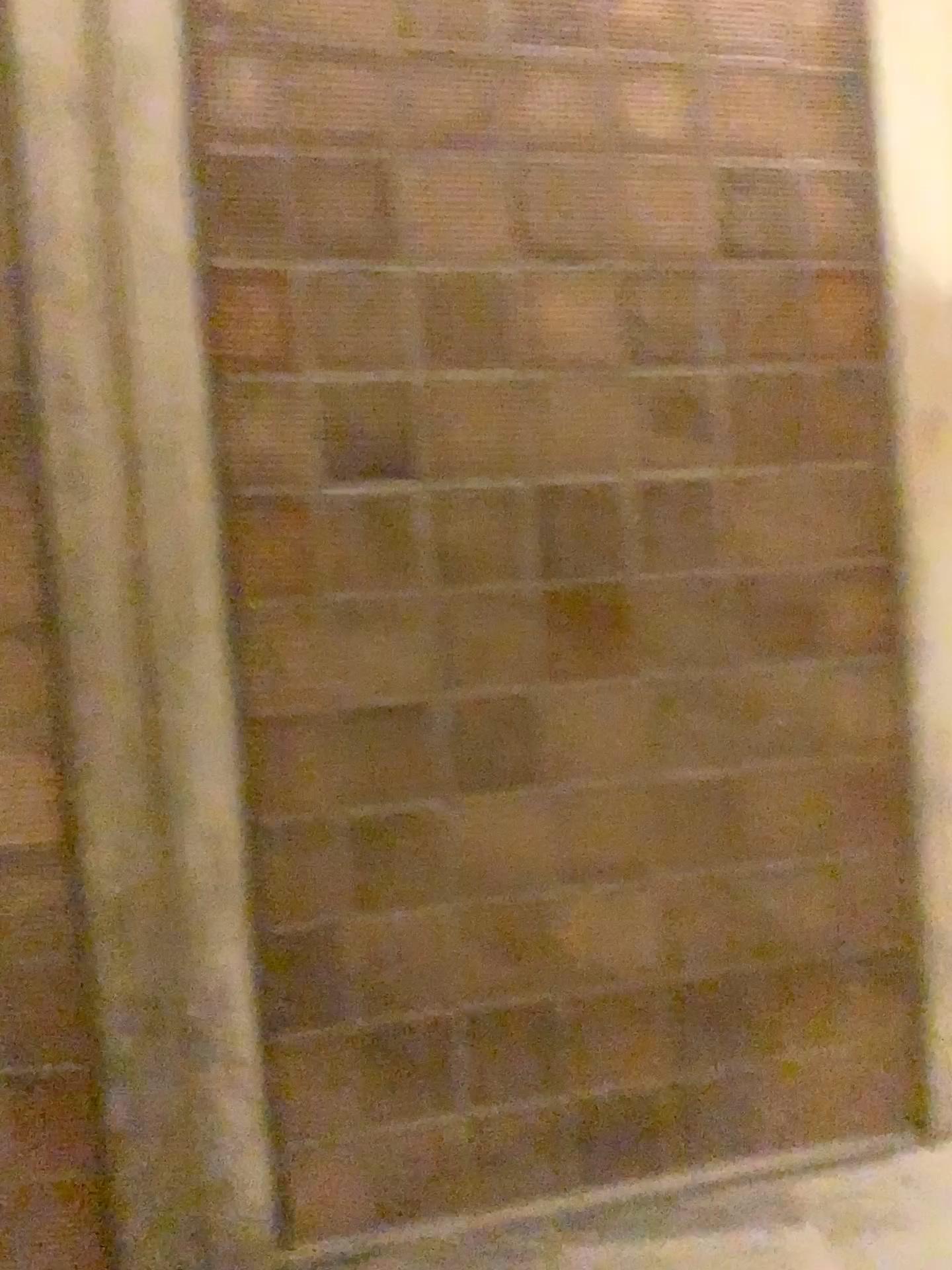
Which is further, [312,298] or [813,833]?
[813,833]
